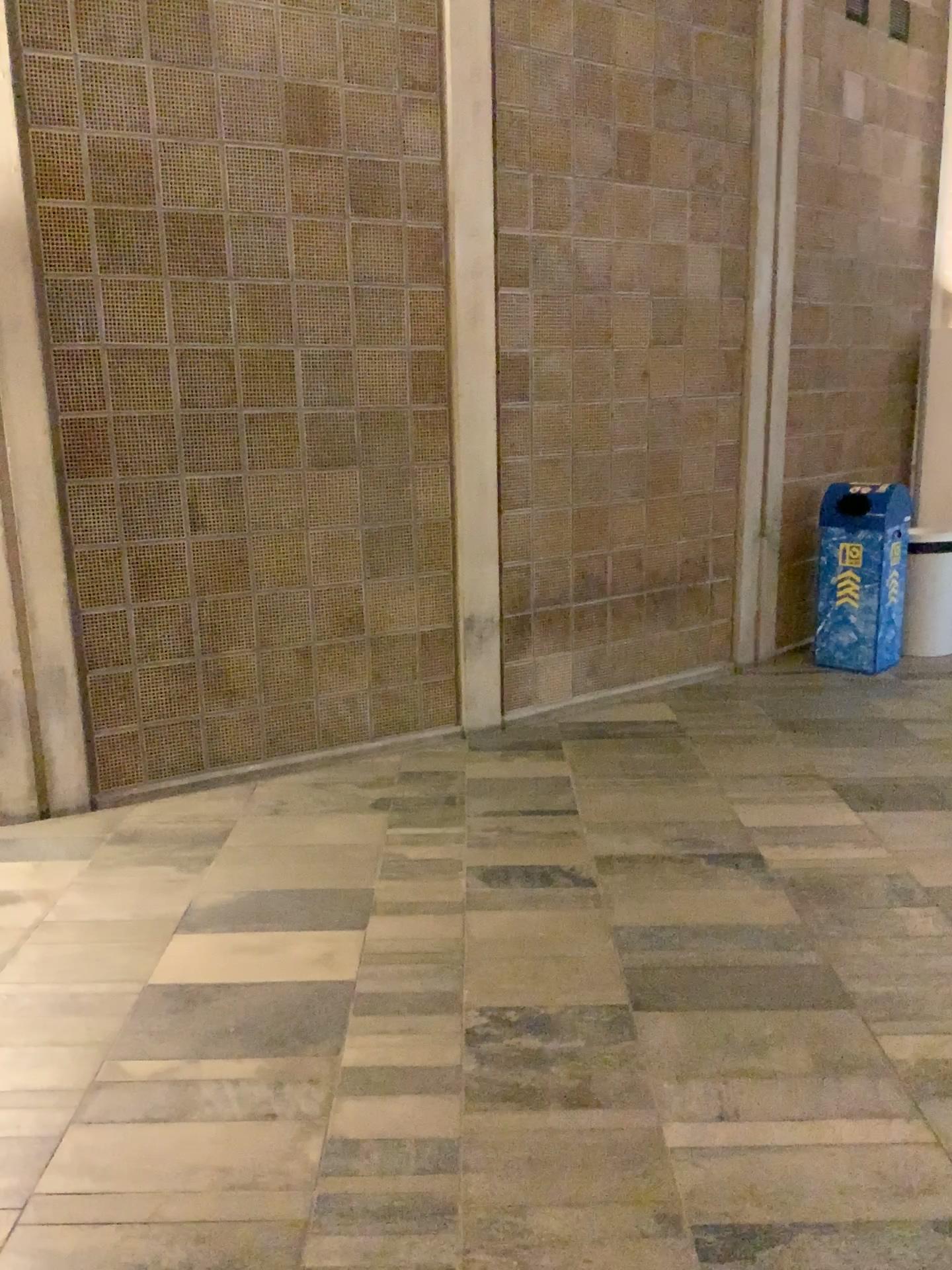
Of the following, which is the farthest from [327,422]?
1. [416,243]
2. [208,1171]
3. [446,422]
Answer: [208,1171]
